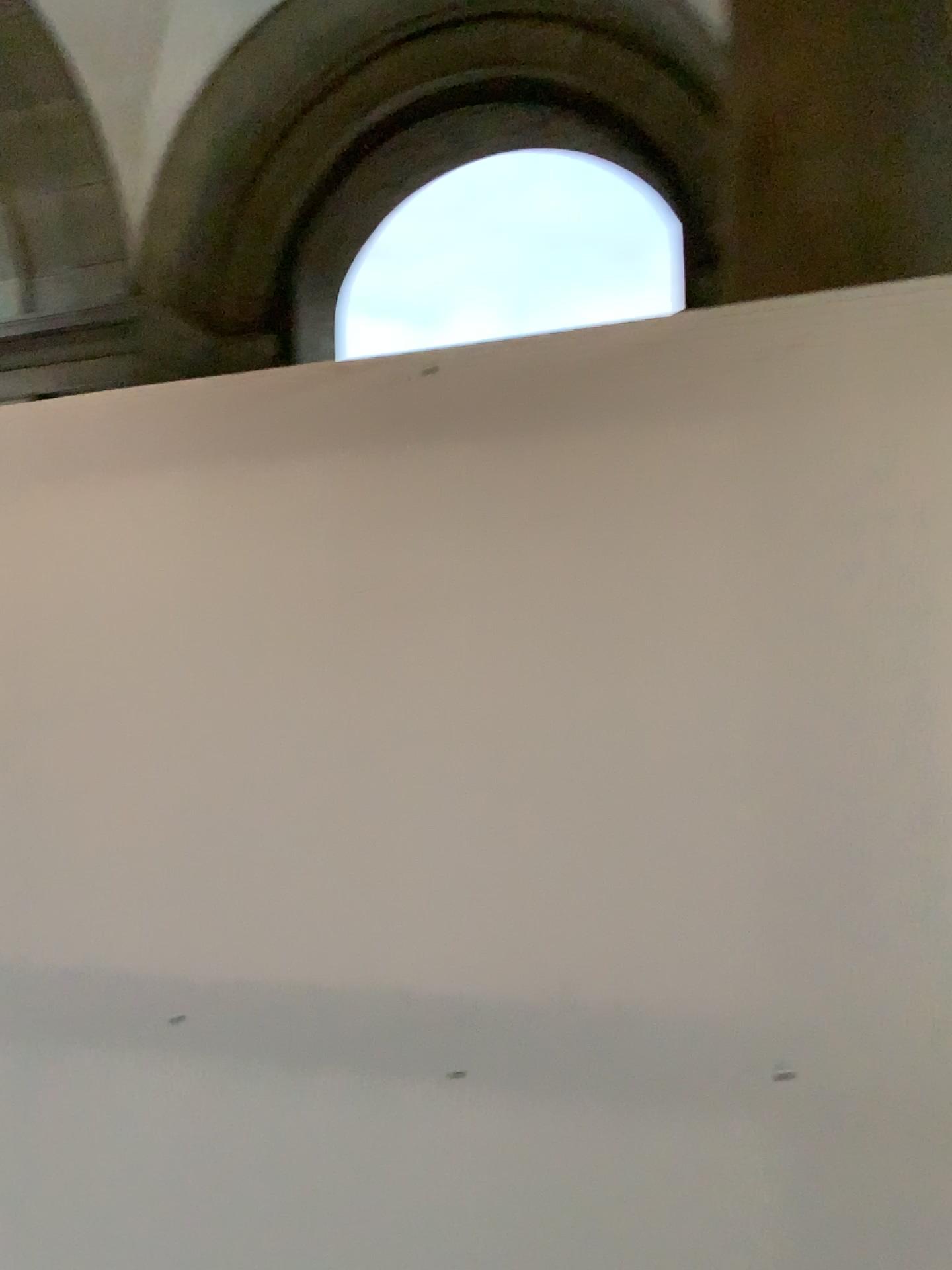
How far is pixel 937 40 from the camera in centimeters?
150cm

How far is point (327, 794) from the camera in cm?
166

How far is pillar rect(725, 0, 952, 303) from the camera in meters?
1.5 m
